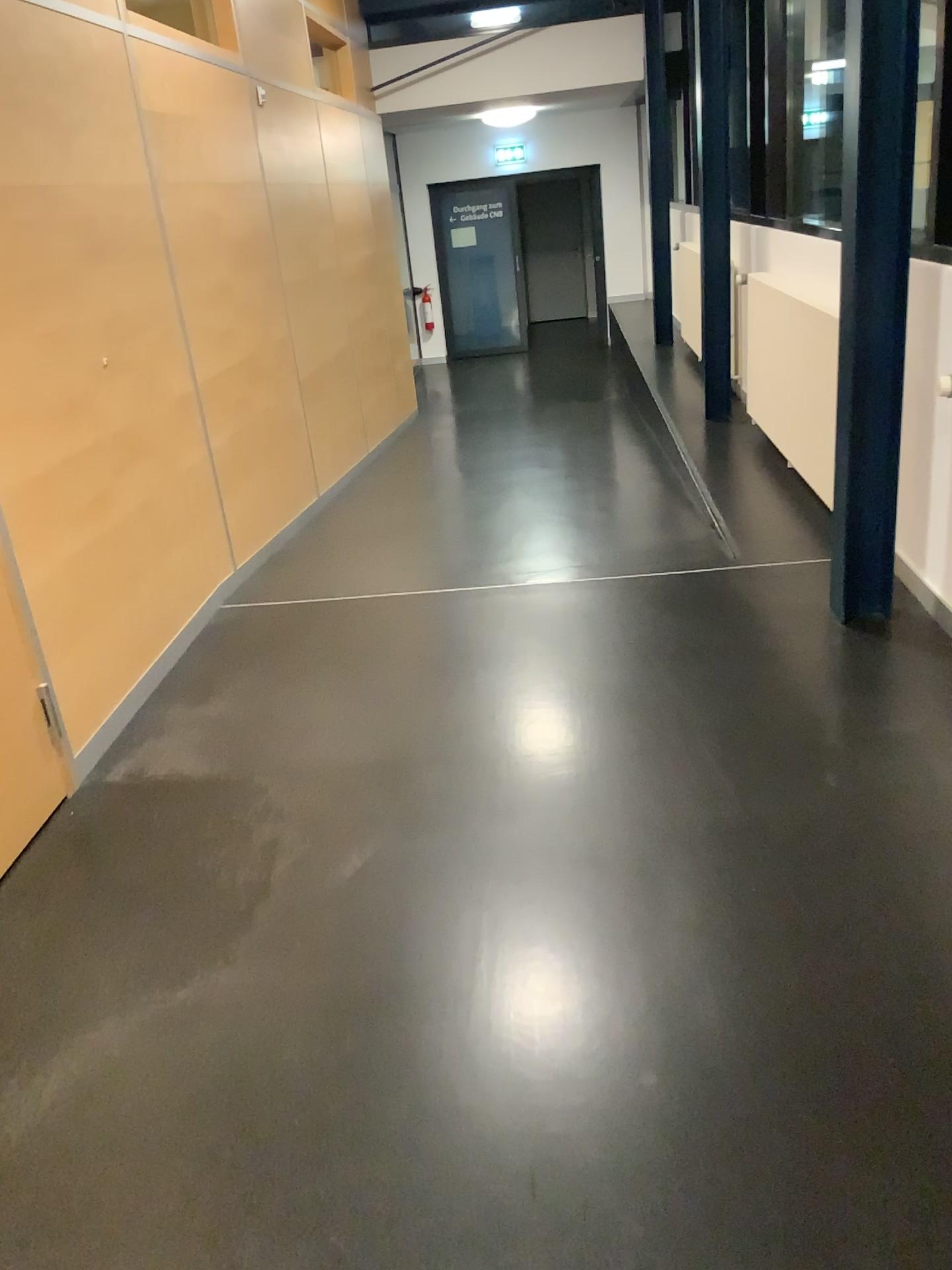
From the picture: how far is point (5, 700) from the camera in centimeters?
261cm

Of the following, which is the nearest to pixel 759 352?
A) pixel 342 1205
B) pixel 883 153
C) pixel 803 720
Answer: pixel 883 153

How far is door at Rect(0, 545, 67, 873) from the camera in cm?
261
